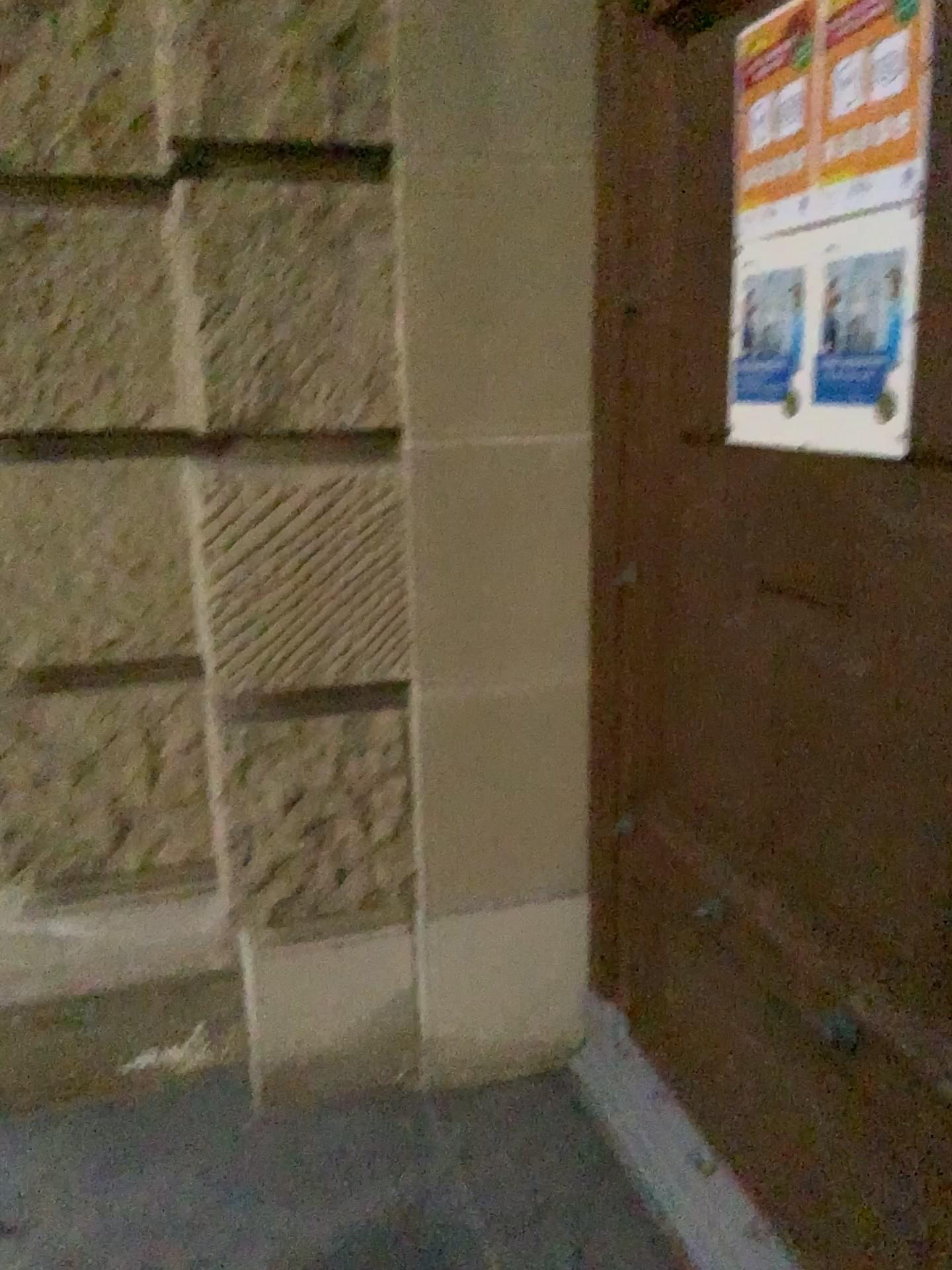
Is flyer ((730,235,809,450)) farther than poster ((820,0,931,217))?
Yes

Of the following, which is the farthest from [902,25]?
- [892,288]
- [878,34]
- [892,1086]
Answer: [892,1086]

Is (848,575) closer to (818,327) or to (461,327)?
(818,327)

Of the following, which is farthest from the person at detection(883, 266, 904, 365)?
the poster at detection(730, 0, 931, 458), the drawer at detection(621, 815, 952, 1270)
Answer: the drawer at detection(621, 815, 952, 1270)

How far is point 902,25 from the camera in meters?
1.2 m

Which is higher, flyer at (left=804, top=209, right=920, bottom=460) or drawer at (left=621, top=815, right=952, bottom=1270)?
flyer at (left=804, top=209, right=920, bottom=460)

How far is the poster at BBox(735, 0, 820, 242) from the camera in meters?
1.5

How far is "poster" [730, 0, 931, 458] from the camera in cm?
128

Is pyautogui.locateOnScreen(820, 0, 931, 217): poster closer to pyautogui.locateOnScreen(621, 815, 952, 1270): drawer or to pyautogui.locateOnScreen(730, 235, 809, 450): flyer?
pyautogui.locateOnScreen(730, 235, 809, 450): flyer

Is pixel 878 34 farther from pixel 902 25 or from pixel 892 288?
pixel 892 288
